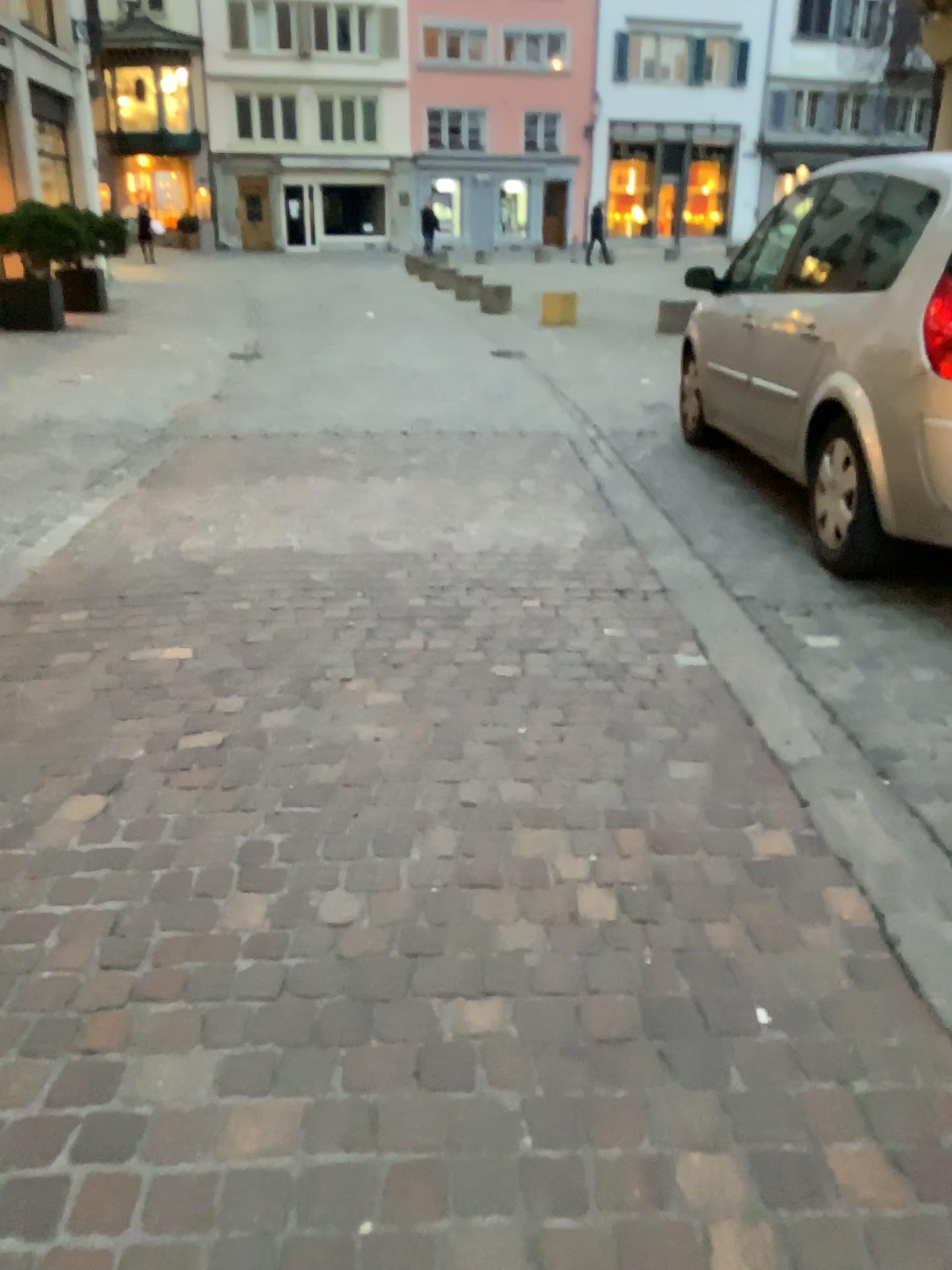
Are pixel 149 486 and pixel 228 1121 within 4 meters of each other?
no
